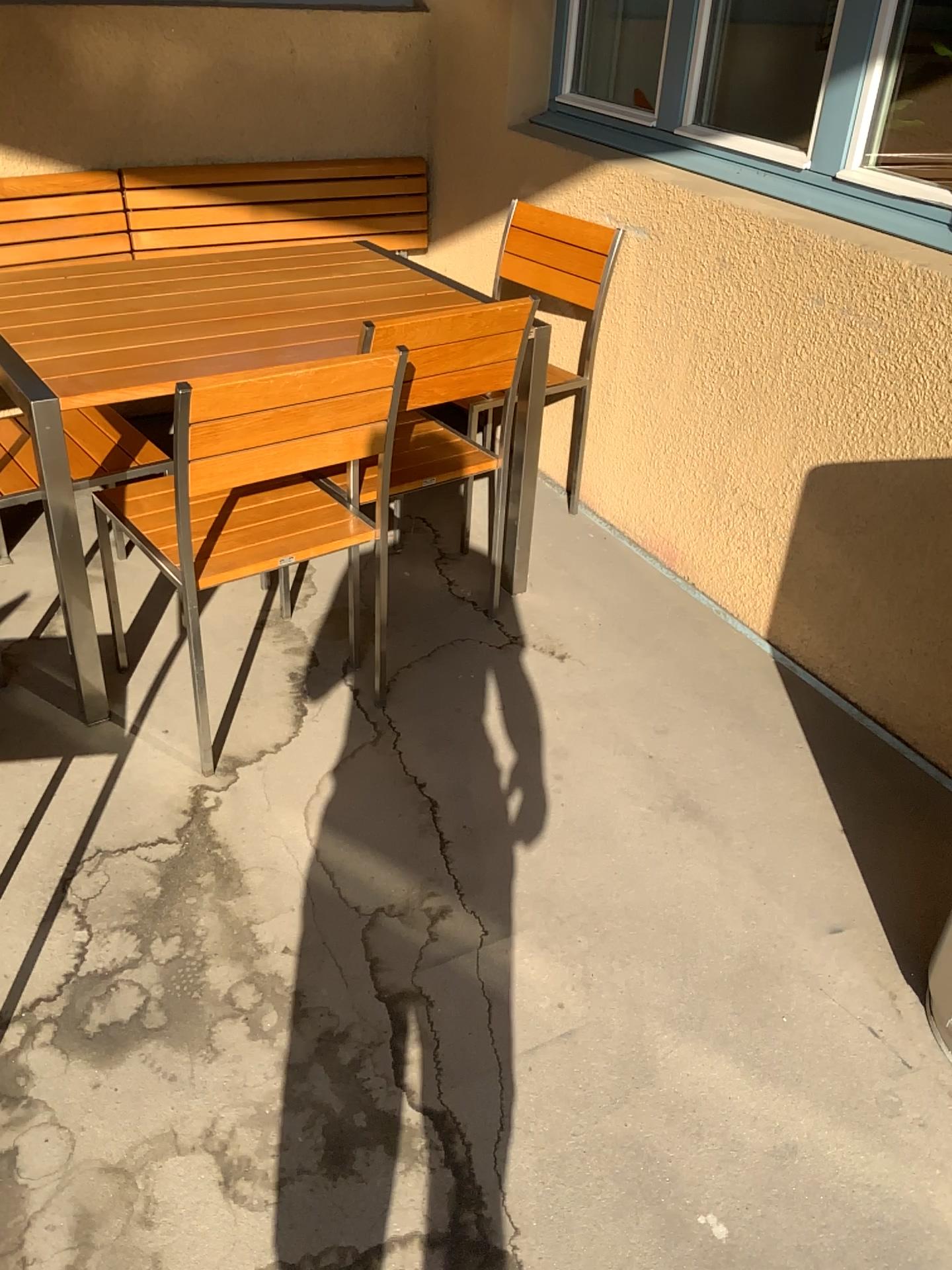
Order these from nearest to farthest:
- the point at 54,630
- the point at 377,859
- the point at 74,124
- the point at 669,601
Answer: the point at 377,859
the point at 54,630
the point at 669,601
the point at 74,124

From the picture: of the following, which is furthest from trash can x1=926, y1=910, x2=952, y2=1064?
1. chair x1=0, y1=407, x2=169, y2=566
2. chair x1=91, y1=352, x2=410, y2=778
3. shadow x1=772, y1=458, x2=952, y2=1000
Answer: chair x1=0, y1=407, x2=169, y2=566

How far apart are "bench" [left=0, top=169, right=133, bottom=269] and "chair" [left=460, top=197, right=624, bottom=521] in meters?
1.2 m

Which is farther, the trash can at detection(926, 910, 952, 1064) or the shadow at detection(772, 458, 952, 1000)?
the shadow at detection(772, 458, 952, 1000)

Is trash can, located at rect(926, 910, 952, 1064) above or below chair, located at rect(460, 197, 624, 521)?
below

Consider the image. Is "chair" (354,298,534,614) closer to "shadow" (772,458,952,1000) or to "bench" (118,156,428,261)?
"shadow" (772,458,952,1000)

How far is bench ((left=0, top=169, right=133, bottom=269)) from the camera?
3.1m

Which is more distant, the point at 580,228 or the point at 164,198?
the point at 164,198

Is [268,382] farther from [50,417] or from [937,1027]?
[937,1027]

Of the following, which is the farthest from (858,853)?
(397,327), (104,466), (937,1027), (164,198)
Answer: (164,198)
